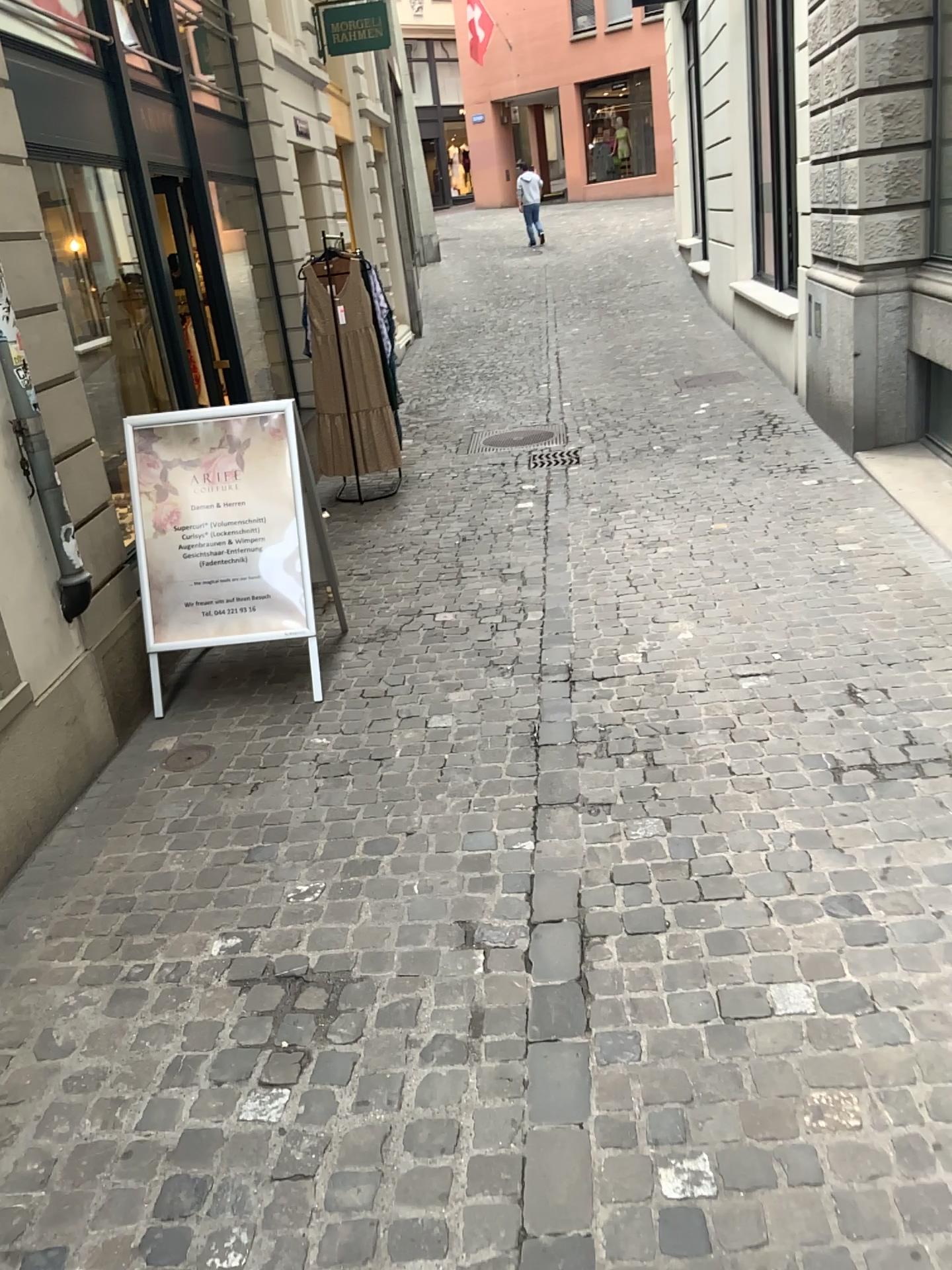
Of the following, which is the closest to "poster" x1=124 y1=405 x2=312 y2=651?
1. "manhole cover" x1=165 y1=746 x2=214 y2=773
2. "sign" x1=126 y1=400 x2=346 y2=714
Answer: "sign" x1=126 y1=400 x2=346 y2=714

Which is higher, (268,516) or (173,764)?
(268,516)

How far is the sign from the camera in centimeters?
405cm

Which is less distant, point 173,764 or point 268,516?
point 173,764

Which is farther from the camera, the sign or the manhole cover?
the sign

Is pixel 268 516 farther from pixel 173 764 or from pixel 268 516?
pixel 173 764

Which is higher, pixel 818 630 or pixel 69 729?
pixel 69 729

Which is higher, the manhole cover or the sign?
the sign

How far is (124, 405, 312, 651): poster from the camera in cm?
405

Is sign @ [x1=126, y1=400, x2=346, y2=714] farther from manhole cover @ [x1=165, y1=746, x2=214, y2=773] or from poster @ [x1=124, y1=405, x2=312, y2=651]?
manhole cover @ [x1=165, y1=746, x2=214, y2=773]
